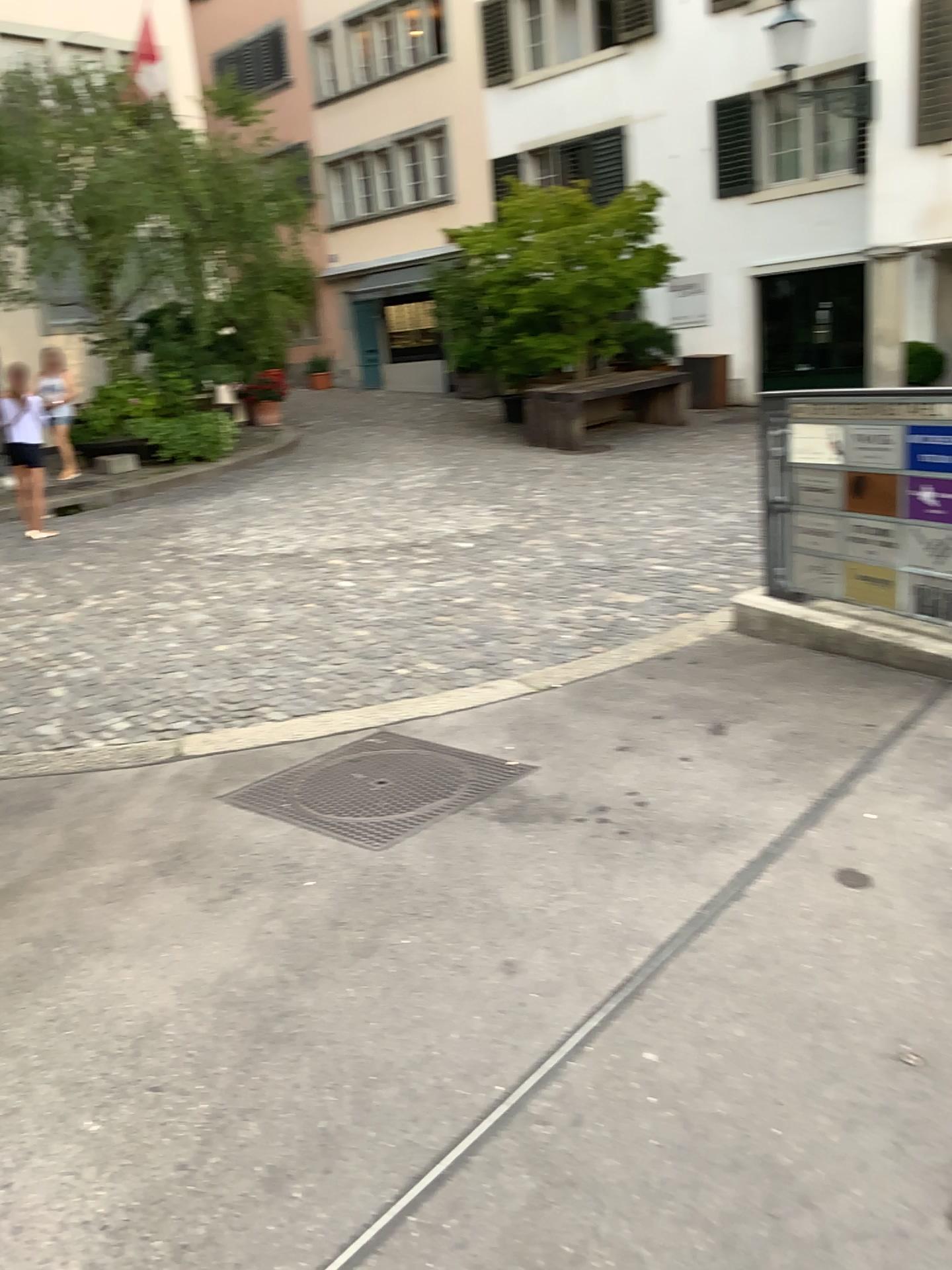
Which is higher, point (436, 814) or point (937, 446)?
point (937, 446)

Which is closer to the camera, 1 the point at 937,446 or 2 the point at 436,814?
2 the point at 436,814

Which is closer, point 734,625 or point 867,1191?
point 867,1191

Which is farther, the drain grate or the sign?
the sign

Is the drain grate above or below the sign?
below
